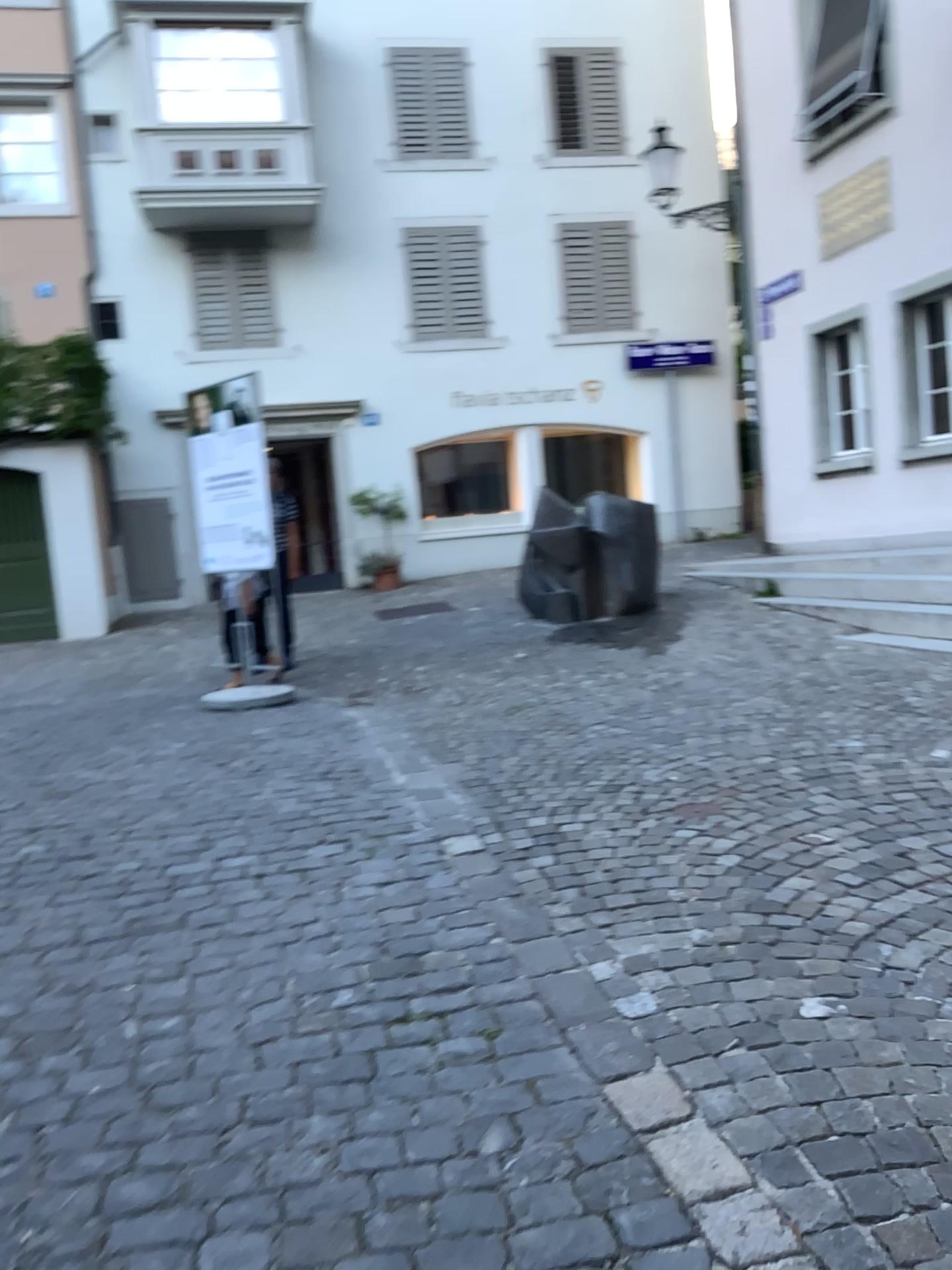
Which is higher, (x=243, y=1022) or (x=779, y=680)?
(x=779, y=680)
